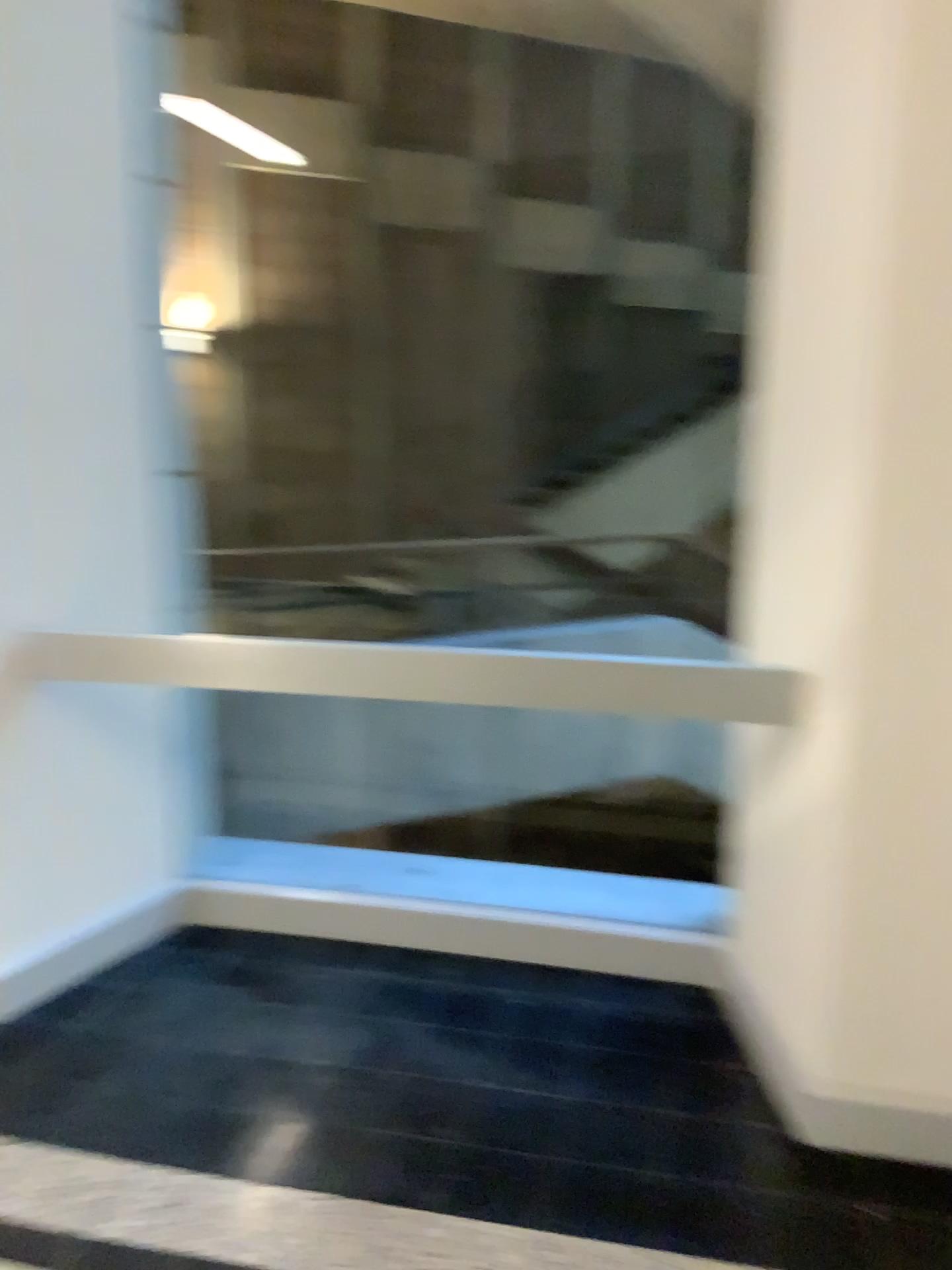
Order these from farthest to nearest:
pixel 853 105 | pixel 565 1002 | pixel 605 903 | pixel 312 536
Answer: pixel 312 536 < pixel 605 903 < pixel 565 1002 < pixel 853 105

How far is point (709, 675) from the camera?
2.29m

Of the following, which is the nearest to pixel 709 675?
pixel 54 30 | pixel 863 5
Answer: pixel 863 5

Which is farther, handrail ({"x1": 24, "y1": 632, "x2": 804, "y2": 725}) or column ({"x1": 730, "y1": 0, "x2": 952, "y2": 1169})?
handrail ({"x1": 24, "y1": 632, "x2": 804, "y2": 725})

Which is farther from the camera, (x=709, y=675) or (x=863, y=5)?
(x=709, y=675)

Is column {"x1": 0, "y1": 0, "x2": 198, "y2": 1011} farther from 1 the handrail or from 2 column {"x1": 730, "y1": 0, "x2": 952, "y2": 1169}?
2 column {"x1": 730, "y1": 0, "x2": 952, "y2": 1169}

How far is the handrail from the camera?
2.3 meters

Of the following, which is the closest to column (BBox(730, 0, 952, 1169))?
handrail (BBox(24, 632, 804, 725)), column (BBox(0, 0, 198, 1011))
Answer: handrail (BBox(24, 632, 804, 725))
